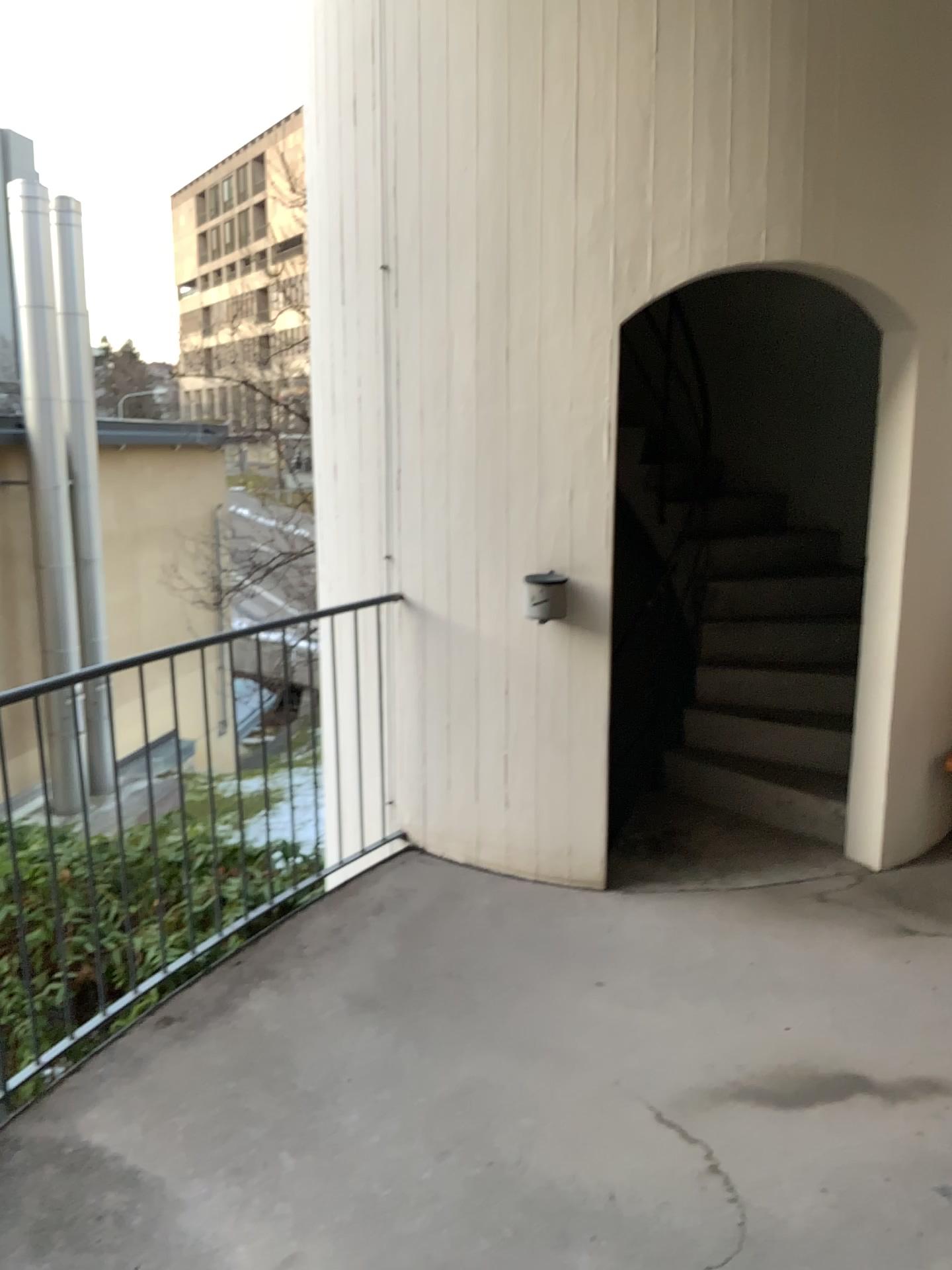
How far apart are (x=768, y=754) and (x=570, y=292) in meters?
2.3
